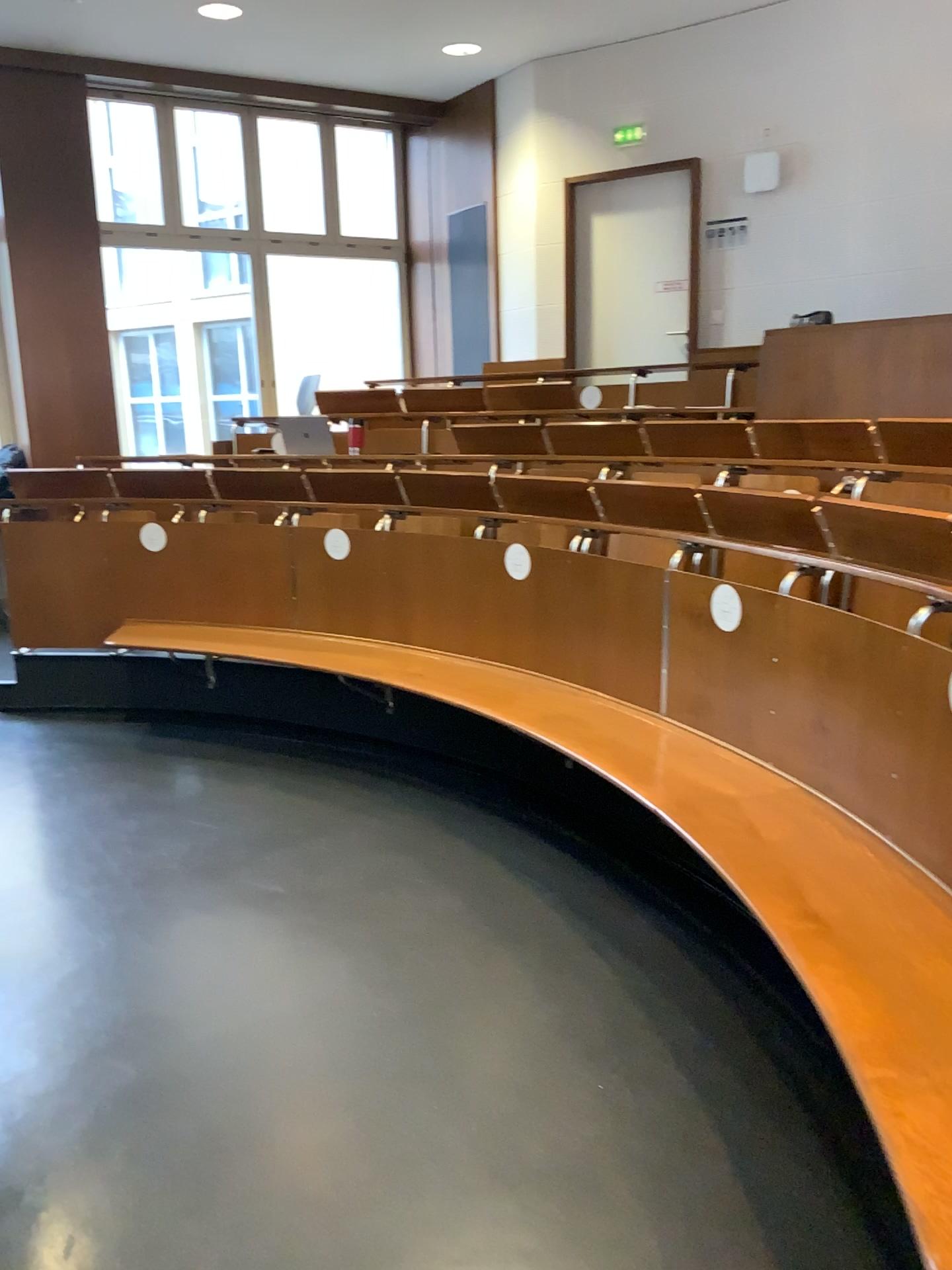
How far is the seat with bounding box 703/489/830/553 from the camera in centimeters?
300cm

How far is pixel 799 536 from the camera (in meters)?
3.00

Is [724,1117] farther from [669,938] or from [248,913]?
[248,913]
